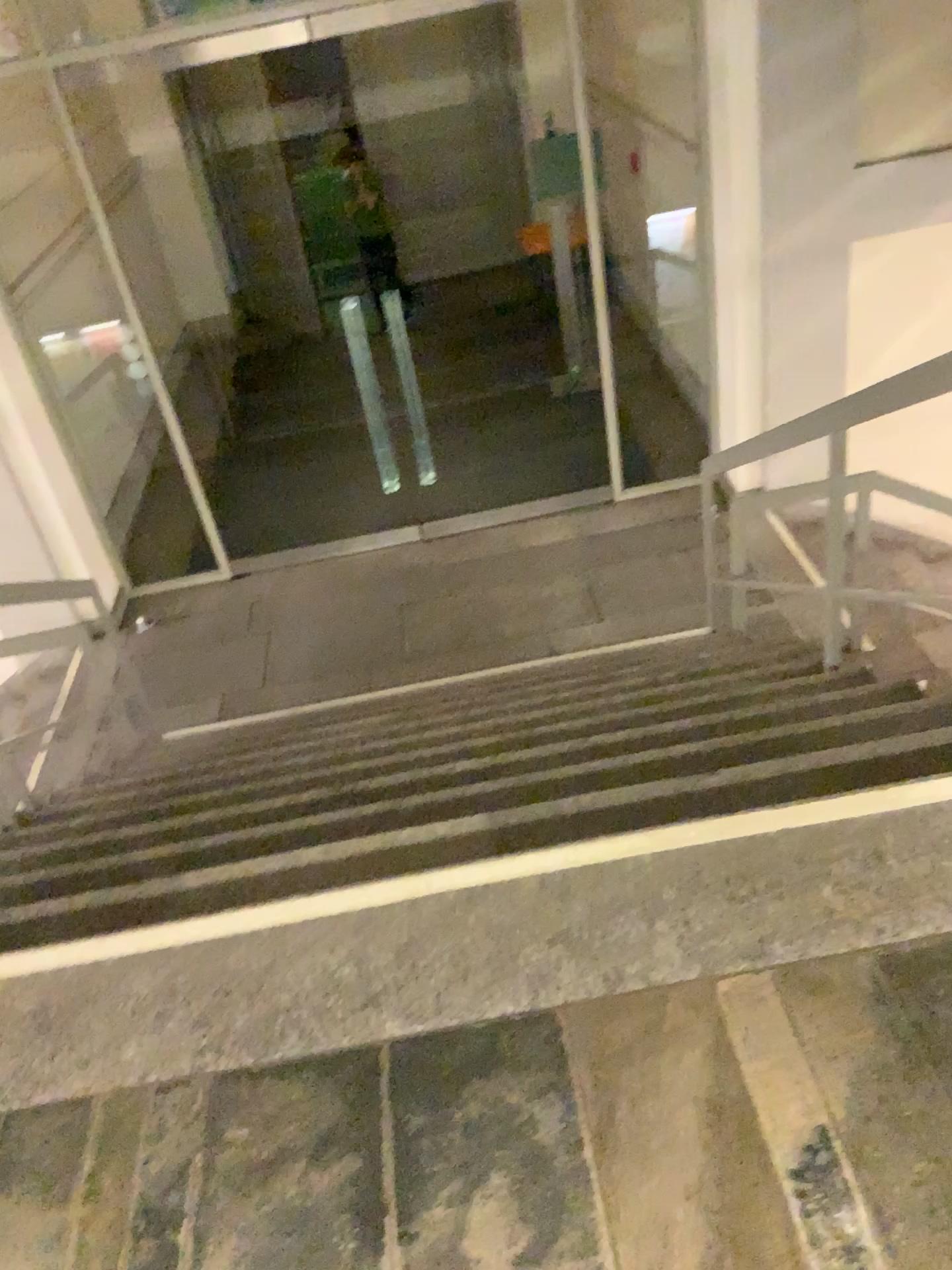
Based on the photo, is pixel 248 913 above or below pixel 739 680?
above
